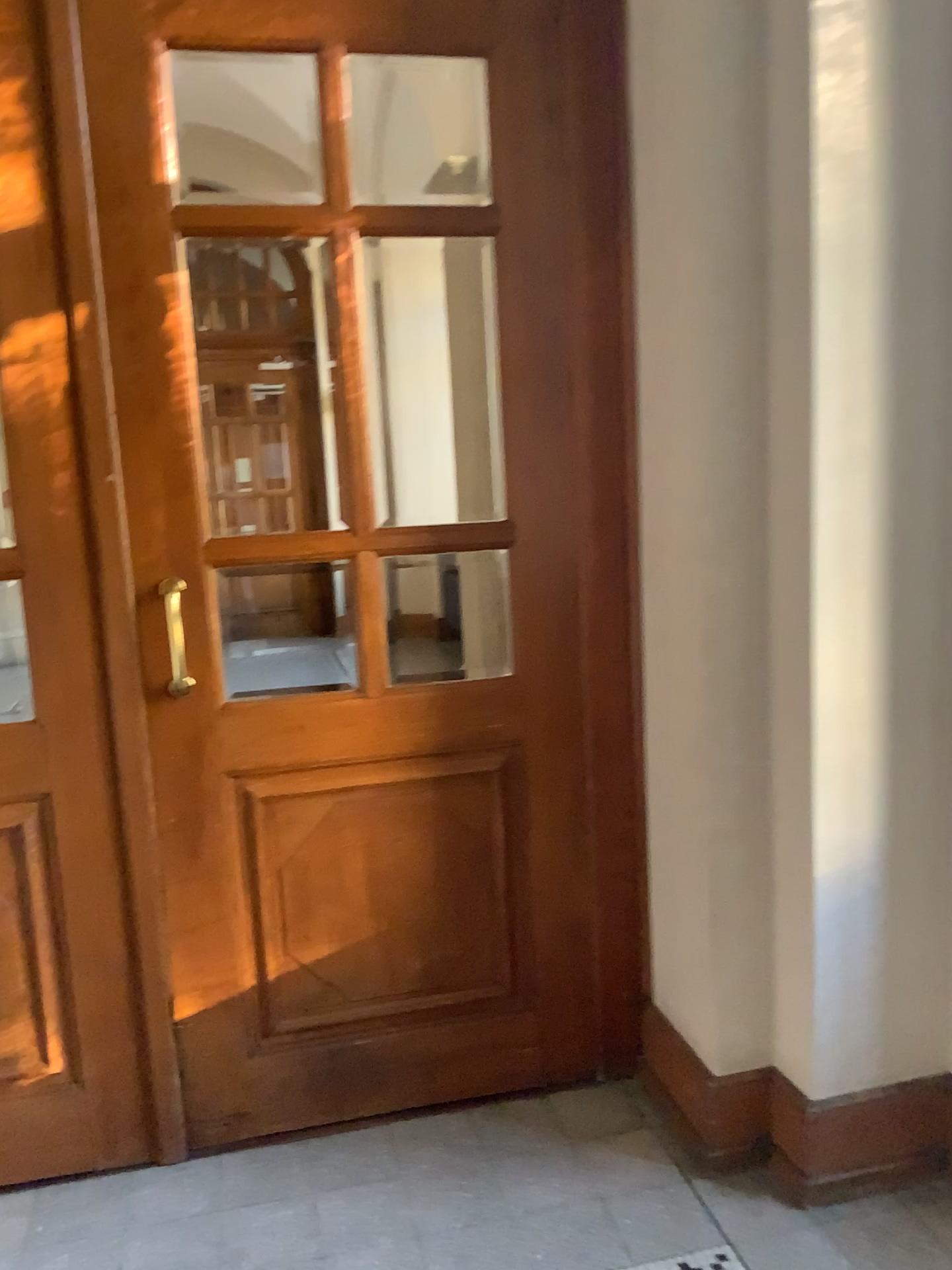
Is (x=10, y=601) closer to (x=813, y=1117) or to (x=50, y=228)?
(x=50, y=228)

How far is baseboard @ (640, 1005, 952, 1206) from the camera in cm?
222

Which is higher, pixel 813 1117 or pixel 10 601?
pixel 10 601

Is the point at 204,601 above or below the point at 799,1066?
above

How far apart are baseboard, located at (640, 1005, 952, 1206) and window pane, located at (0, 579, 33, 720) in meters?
1.7 m

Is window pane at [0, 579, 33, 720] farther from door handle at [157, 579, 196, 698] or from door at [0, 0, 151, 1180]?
door handle at [157, 579, 196, 698]

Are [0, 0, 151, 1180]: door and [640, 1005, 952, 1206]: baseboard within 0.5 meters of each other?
no

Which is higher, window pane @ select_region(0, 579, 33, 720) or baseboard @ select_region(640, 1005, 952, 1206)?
window pane @ select_region(0, 579, 33, 720)

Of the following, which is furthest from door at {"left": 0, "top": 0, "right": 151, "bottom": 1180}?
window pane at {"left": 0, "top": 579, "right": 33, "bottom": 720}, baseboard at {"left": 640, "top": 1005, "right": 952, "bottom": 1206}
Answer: baseboard at {"left": 640, "top": 1005, "right": 952, "bottom": 1206}

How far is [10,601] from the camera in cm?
223
